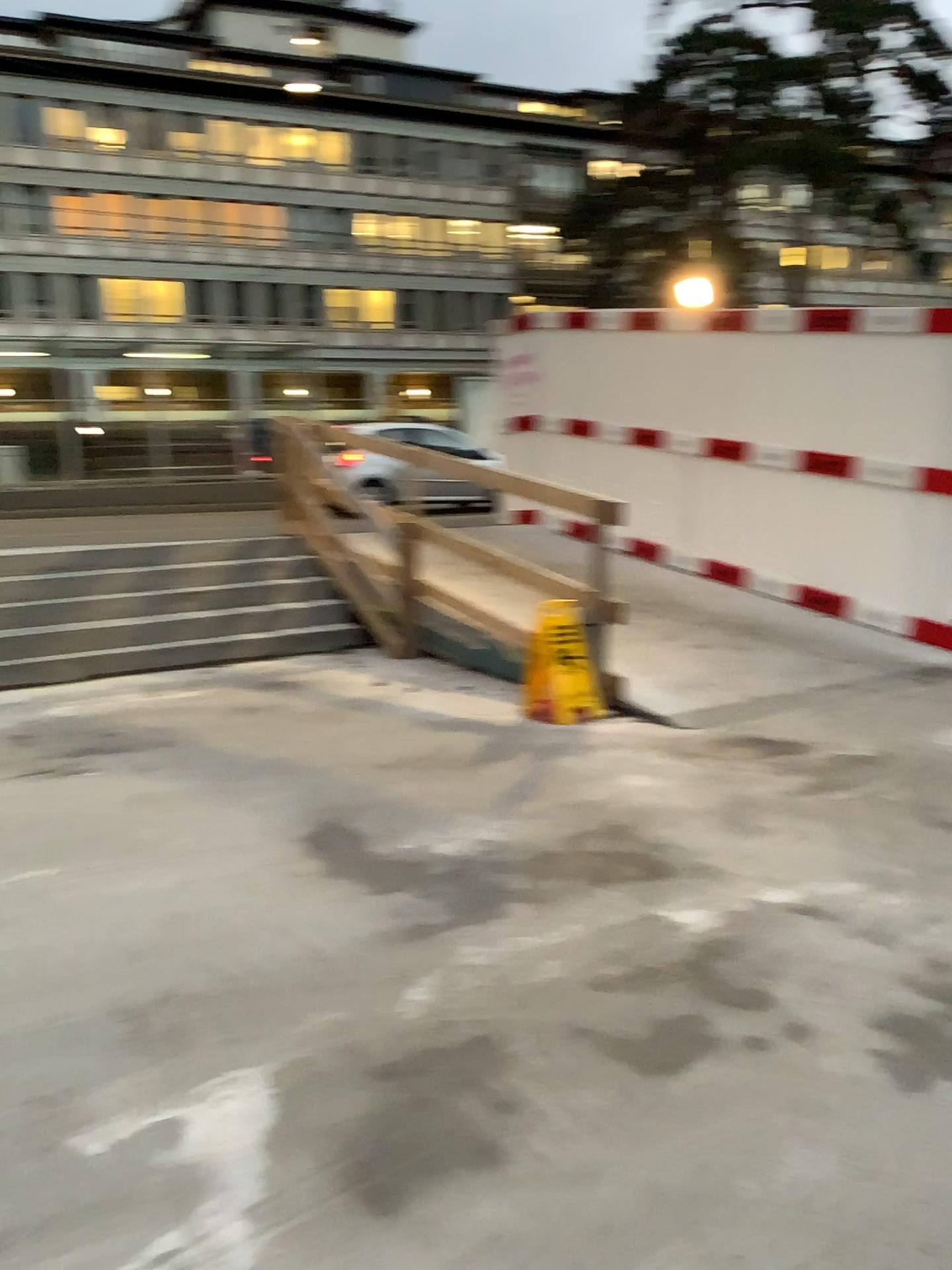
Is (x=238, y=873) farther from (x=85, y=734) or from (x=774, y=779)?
(x=774, y=779)
